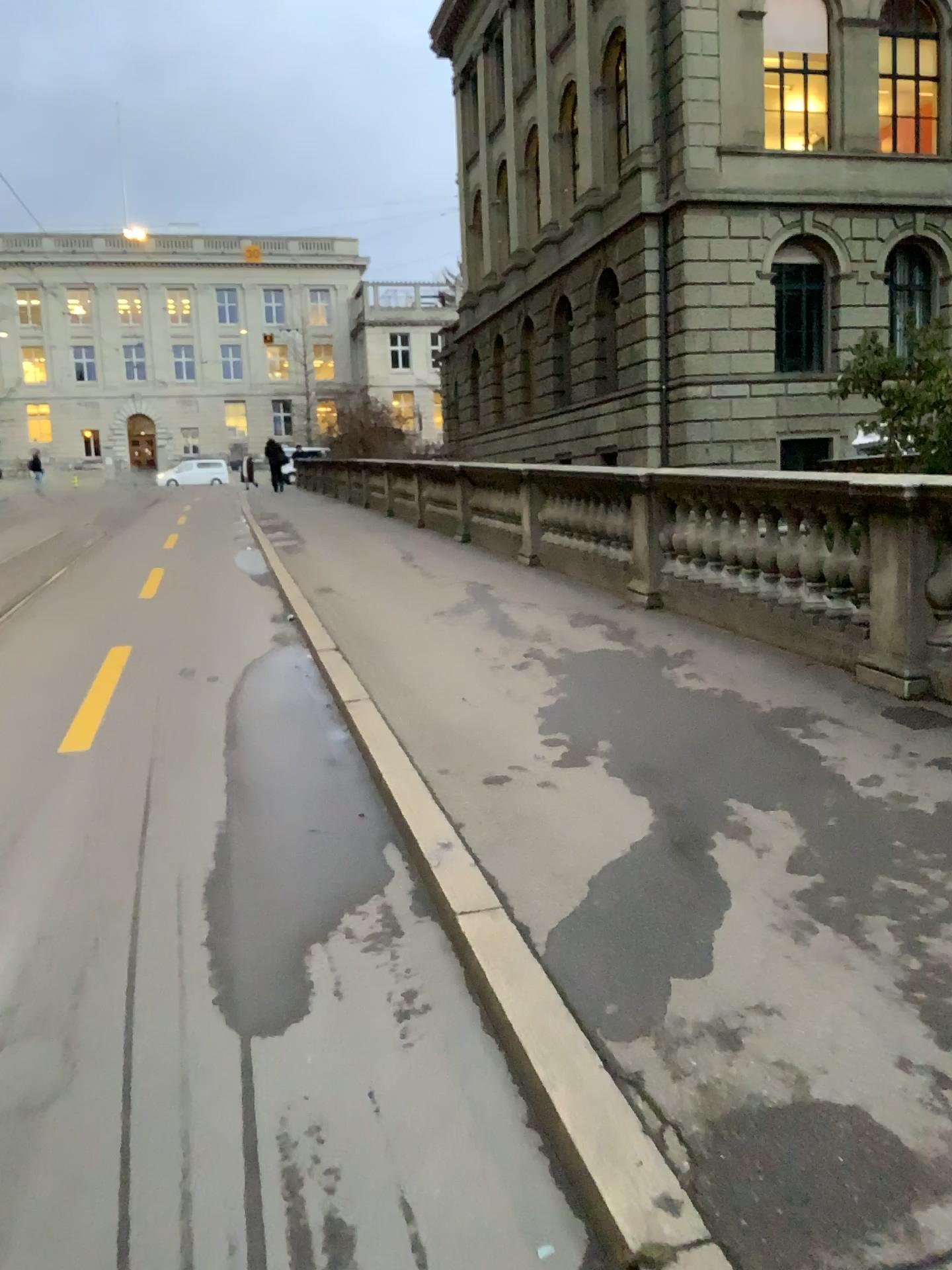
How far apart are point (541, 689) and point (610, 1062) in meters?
3.4 m
